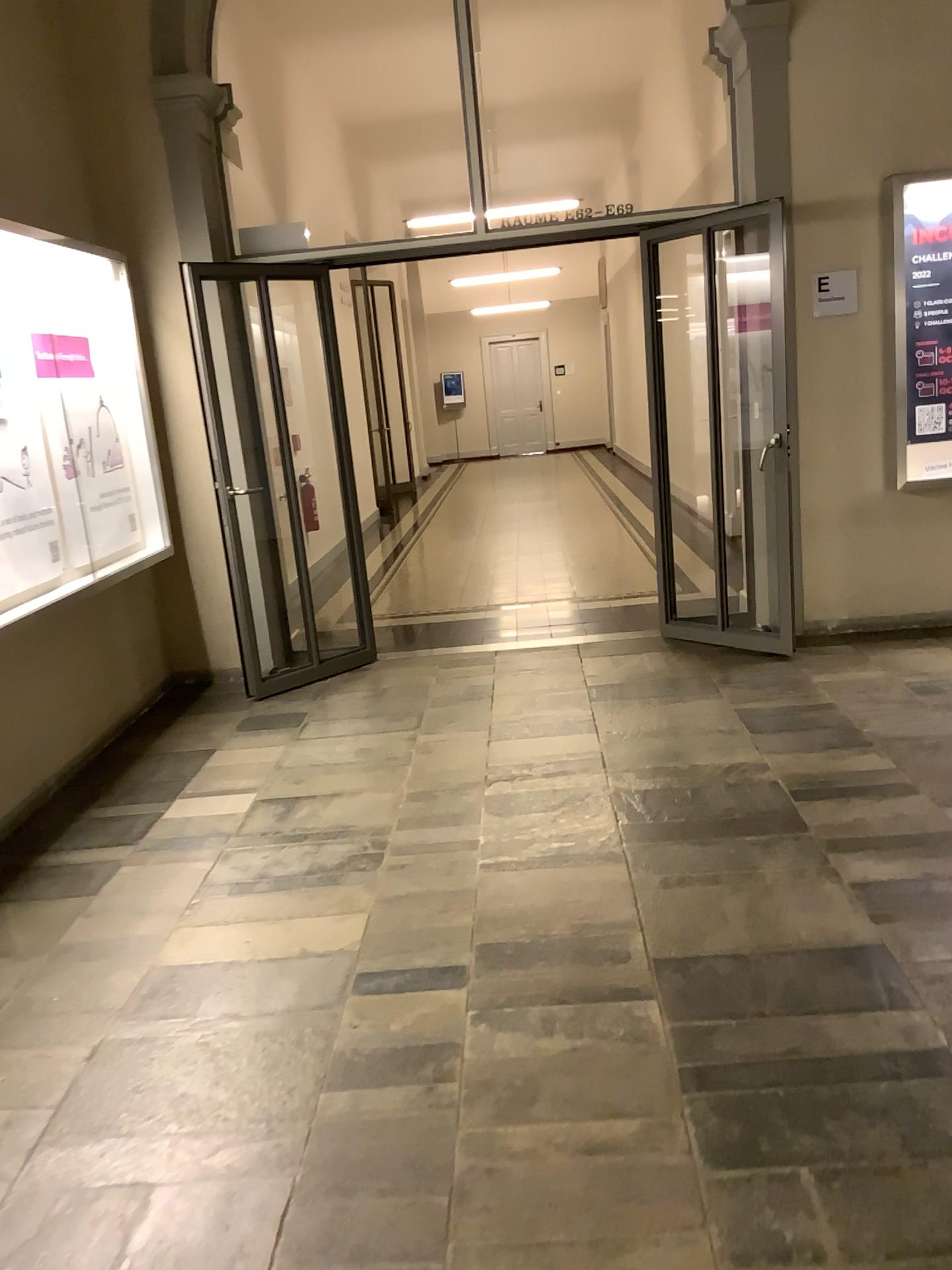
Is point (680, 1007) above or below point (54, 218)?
below
